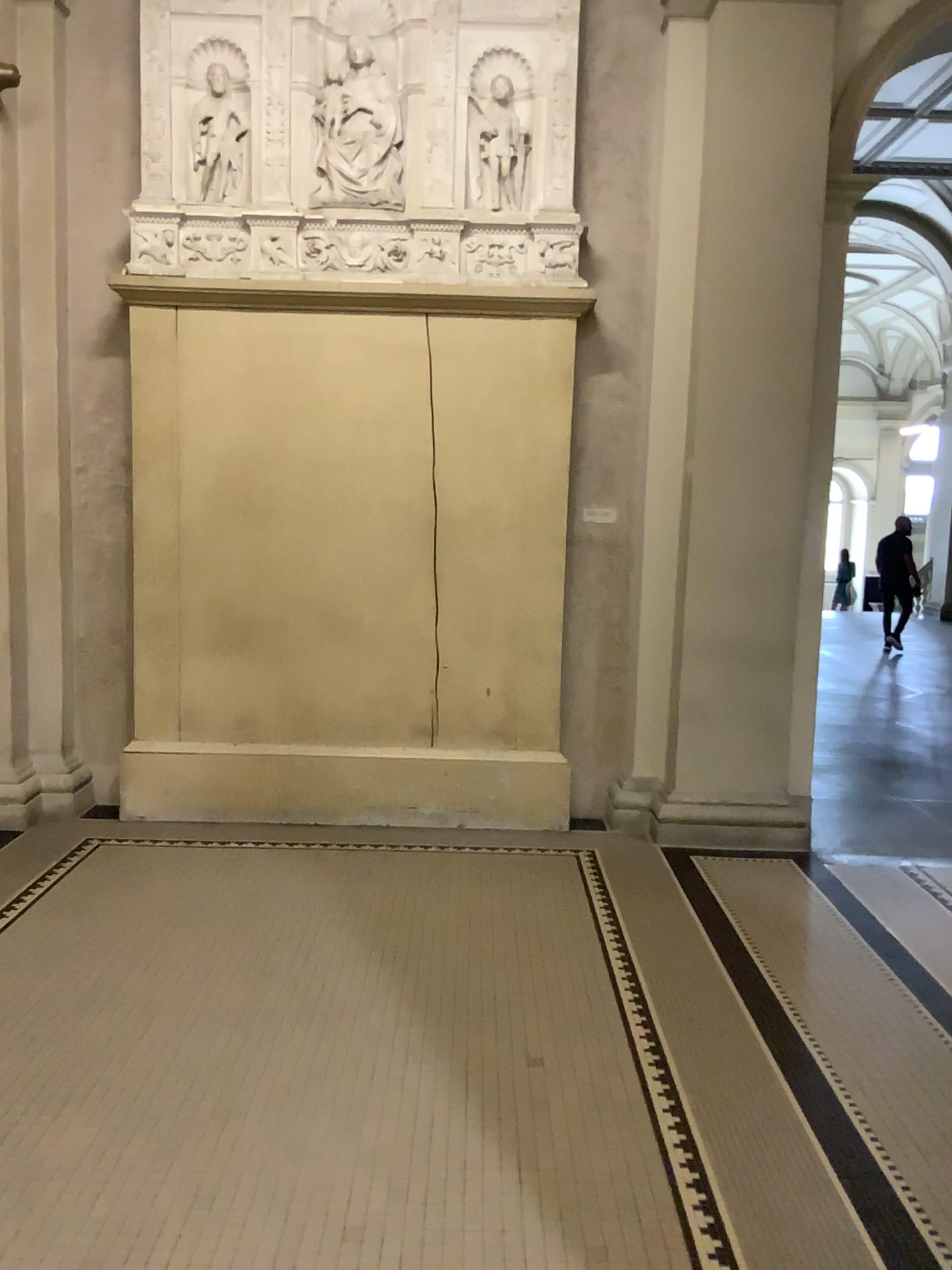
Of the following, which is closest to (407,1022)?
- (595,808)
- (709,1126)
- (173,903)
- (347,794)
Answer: (709,1126)
